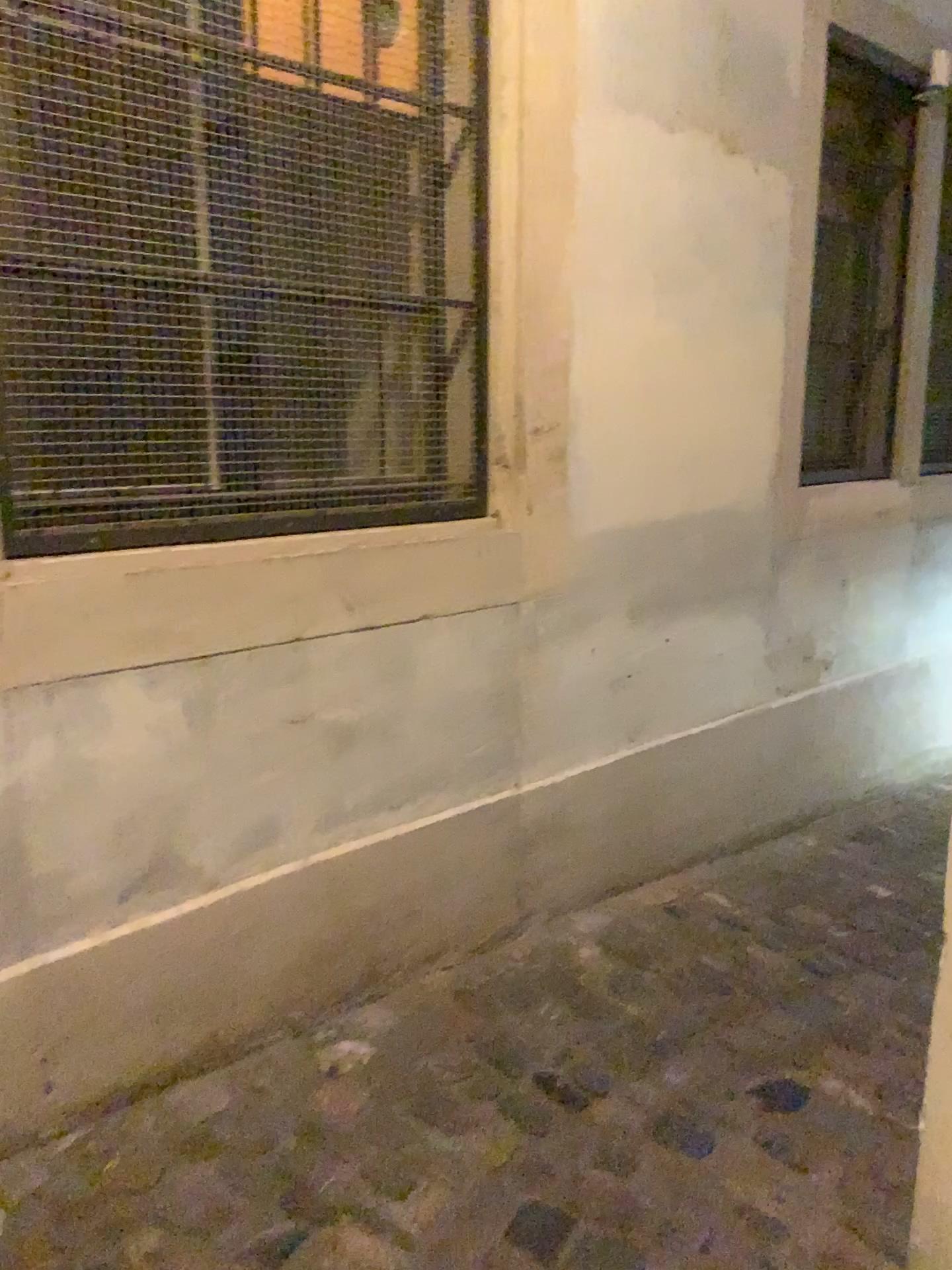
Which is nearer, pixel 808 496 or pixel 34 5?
pixel 34 5

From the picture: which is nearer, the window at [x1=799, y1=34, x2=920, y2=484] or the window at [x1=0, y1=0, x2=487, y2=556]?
the window at [x1=0, y1=0, x2=487, y2=556]

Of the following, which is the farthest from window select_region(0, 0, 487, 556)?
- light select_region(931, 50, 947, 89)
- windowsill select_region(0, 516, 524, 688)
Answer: light select_region(931, 50, 947, 89)

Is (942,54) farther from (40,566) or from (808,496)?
(40,566)

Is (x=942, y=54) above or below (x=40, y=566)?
above

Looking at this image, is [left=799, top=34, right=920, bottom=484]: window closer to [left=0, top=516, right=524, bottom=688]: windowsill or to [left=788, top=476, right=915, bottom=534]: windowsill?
[left=788, top=476, right=915, bottom=534]: windowsill

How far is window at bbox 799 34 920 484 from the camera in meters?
3.3 m

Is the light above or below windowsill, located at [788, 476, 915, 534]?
above

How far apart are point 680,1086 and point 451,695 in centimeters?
87cm

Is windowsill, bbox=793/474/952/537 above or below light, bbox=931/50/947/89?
below
